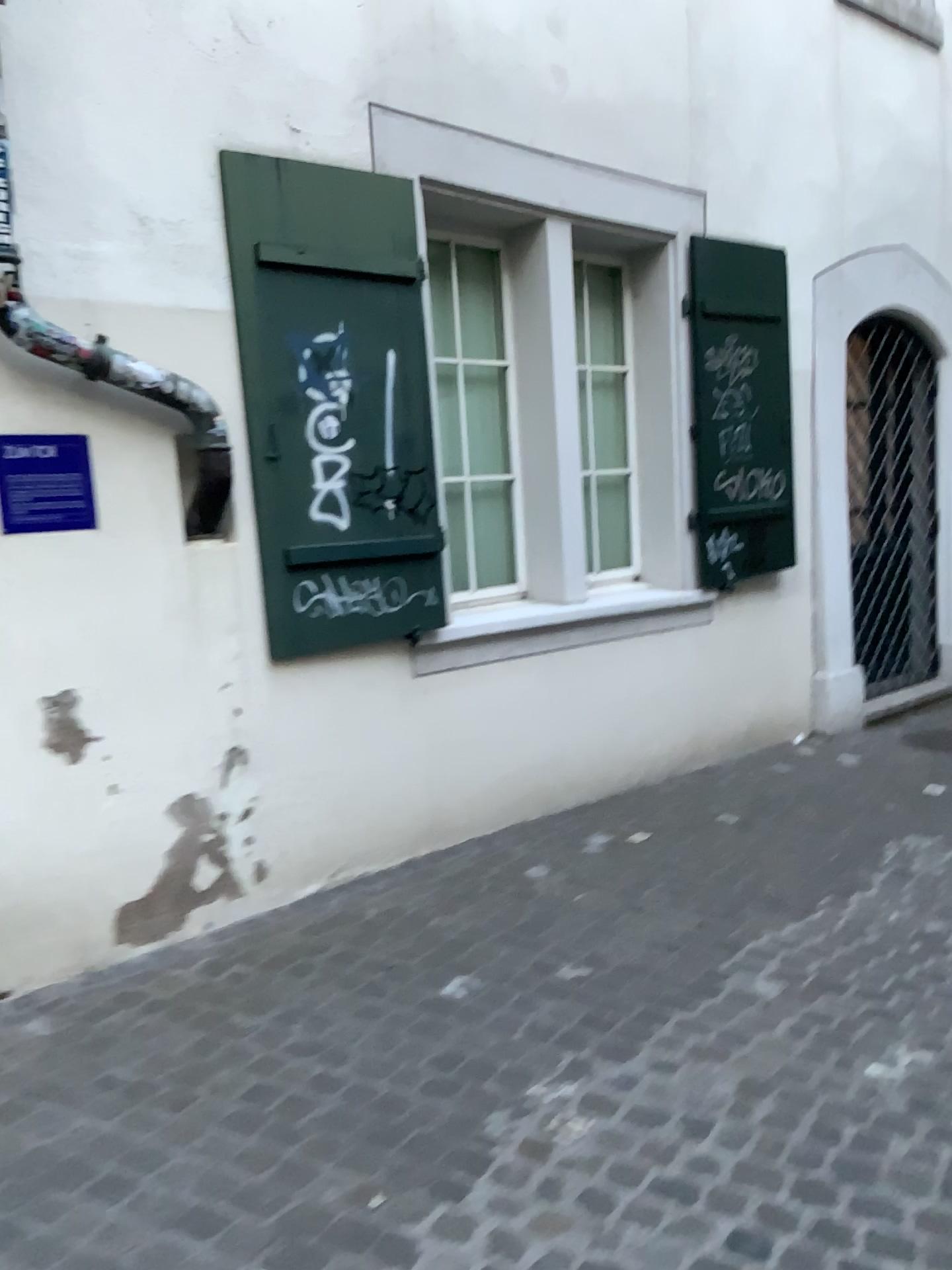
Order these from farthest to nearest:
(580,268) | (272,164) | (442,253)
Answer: (580,268), (442,253), (272,164)

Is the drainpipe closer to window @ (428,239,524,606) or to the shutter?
the shutter

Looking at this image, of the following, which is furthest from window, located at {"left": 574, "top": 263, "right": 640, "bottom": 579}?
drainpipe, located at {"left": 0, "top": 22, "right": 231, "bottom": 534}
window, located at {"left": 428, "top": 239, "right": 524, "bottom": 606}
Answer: drainpipe, located at {"left": 0, "top": 22, "right": 231, "bottom": 534}

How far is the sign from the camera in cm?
300

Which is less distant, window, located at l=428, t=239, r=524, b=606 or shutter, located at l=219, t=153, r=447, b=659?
shutter, located at l=219, t=153, r=447, b=659

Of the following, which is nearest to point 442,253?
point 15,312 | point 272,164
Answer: point 272,164

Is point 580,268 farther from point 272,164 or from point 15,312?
point 15,312

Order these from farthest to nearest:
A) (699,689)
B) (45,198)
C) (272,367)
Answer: (699,689)
(272,367)
(45,198)

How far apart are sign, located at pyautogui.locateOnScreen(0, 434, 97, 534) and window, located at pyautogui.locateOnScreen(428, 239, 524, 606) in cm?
175

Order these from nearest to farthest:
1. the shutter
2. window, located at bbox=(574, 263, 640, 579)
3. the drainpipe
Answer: the drainpipe < the shutter < window, located at bbox=(574, 263, 640, 579)
